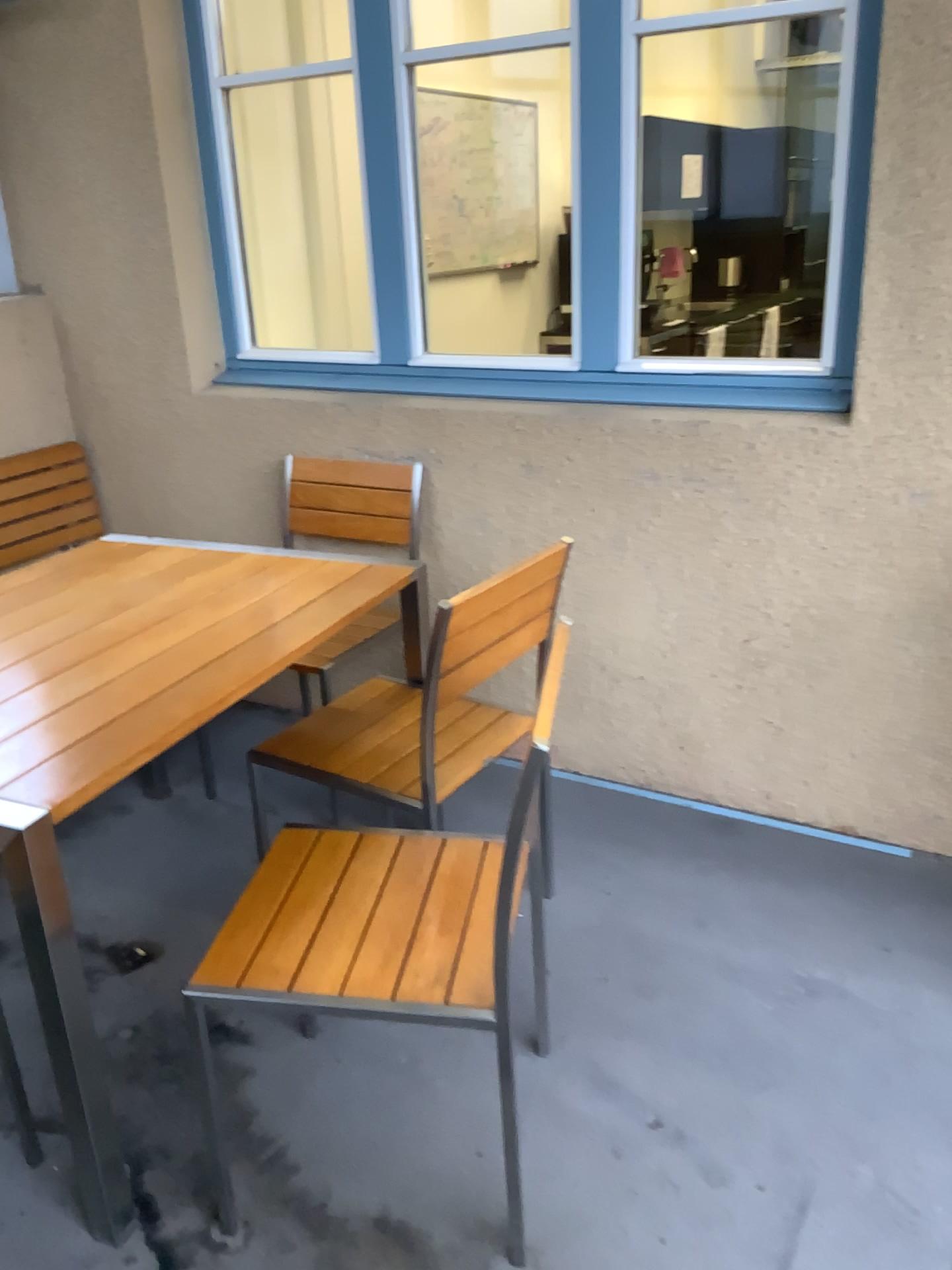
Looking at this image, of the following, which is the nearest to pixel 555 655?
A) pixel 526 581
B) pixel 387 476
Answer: pixel 526 581

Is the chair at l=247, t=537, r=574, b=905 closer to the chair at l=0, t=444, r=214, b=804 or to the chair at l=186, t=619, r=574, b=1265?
the chair at l=186, t=619, r=574, b=1265

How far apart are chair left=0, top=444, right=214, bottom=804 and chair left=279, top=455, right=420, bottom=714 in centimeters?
73cm

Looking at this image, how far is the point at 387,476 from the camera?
2.91m

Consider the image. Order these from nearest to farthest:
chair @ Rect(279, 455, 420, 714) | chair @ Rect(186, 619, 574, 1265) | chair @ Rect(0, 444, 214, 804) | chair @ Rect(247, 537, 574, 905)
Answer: chair @ Rect(186, 619, 574, 1265), chair @ Rect(247, 537, 574, 905), chair @ Rect(279, 455, 420, 714), chair @ Rect(0, 444, 214, 804)

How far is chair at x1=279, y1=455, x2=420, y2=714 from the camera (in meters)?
2.91

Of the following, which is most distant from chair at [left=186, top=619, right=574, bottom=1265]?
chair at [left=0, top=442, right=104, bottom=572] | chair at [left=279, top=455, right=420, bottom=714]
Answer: chair at [left=0, top=442, right=104, bottom=572]

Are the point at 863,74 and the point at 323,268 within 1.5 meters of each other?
no

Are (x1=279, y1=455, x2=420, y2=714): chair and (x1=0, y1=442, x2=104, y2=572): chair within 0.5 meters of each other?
no

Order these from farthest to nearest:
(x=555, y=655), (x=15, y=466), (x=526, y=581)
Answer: (x=15, y=466)
(x=526, y=581)
(x=555, y=655)
